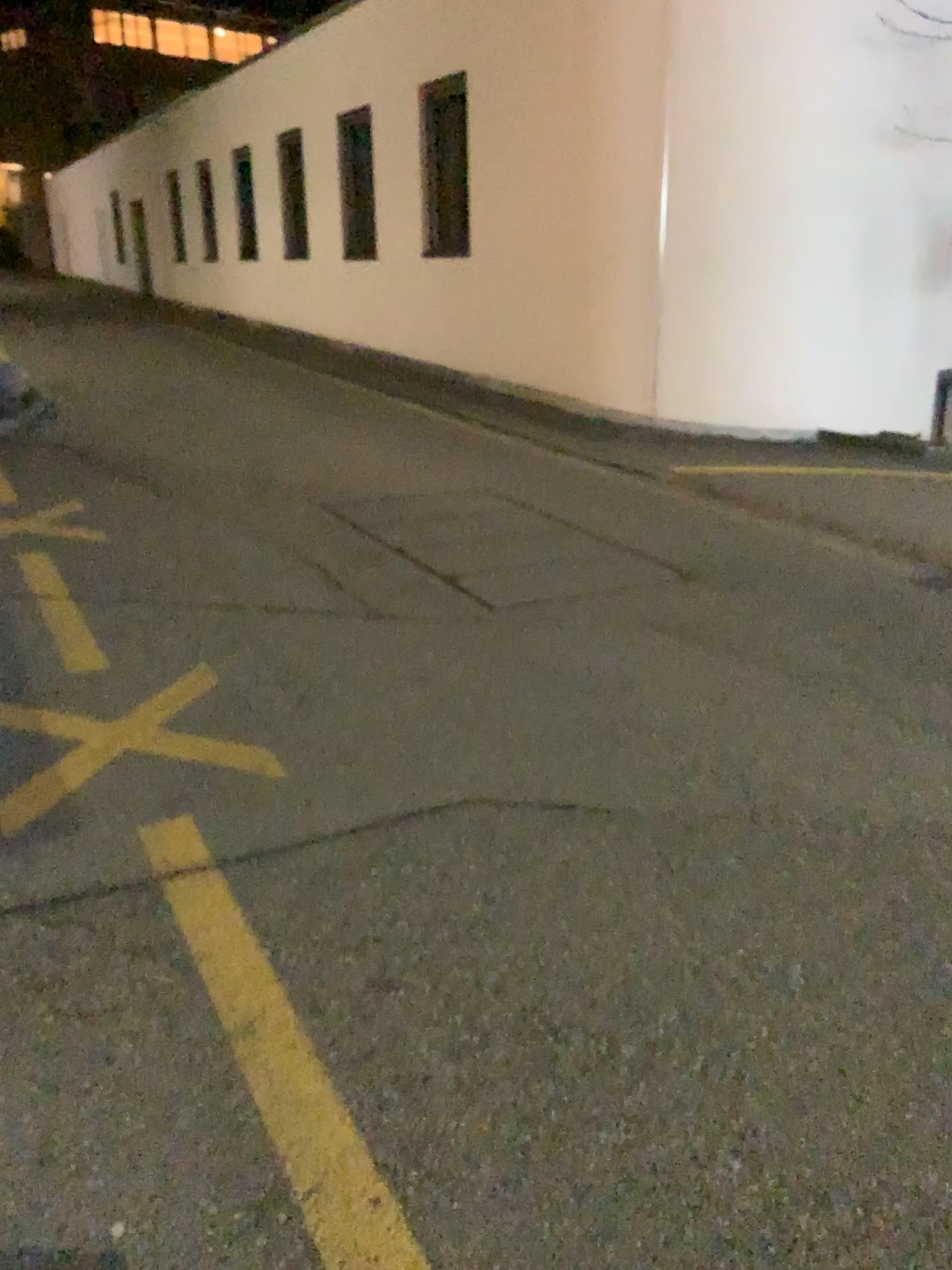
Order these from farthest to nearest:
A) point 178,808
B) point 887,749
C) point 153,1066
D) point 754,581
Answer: point 754,581 → point 887,749 → point 178,808 → point 153,1066
